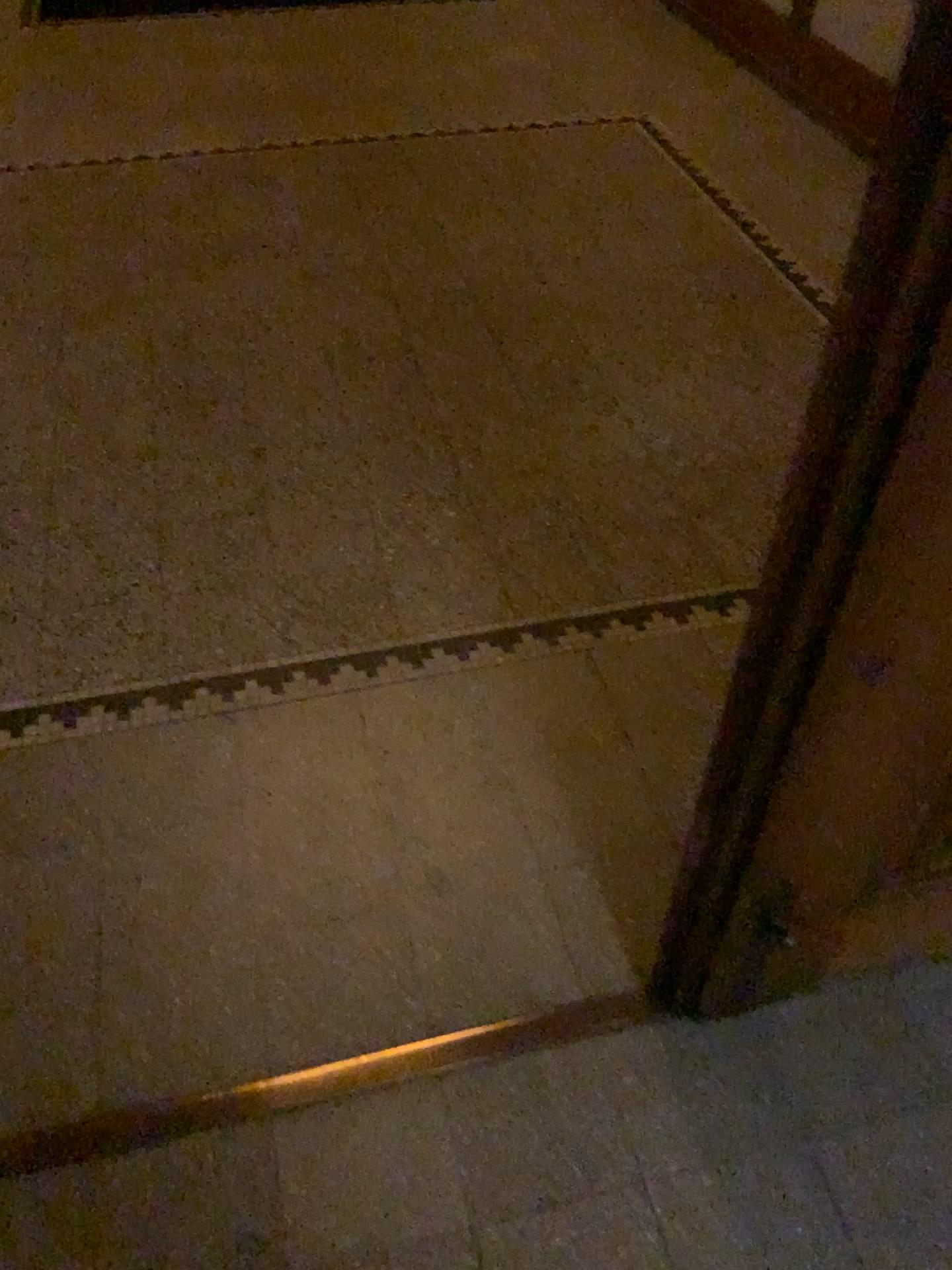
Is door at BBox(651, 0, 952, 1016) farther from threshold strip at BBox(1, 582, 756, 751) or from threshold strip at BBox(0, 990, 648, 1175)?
threshold strip at BBox(1, 582, 756, 751)

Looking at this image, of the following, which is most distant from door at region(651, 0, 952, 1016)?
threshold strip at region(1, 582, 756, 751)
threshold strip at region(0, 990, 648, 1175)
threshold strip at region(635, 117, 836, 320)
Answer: threshold strip at region(635, 117, 836, 320)

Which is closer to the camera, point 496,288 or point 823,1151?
point 823,1151

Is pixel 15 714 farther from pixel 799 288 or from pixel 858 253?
pixel 799 288

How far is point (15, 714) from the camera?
1.7m

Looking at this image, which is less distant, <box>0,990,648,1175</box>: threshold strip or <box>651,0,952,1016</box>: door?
<box>651,0,952,1016</box>: door

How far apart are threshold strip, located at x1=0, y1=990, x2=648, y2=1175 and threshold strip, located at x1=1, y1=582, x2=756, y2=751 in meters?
0.6 m

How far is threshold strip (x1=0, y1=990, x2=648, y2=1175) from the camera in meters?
1.2 m

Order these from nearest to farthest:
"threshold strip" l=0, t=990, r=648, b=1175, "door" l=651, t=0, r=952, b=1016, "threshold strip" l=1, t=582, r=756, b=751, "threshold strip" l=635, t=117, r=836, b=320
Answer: "door" l=651, t=0, r=952, b=1016 < "threshold strip" l=0, t=990, r=648, b=1175 < "threshold strip" l=1, t=582, r=756, b=751 < "threshold strip" l=635, t=117, r=836, b=320

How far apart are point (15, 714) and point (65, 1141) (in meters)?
0.70
